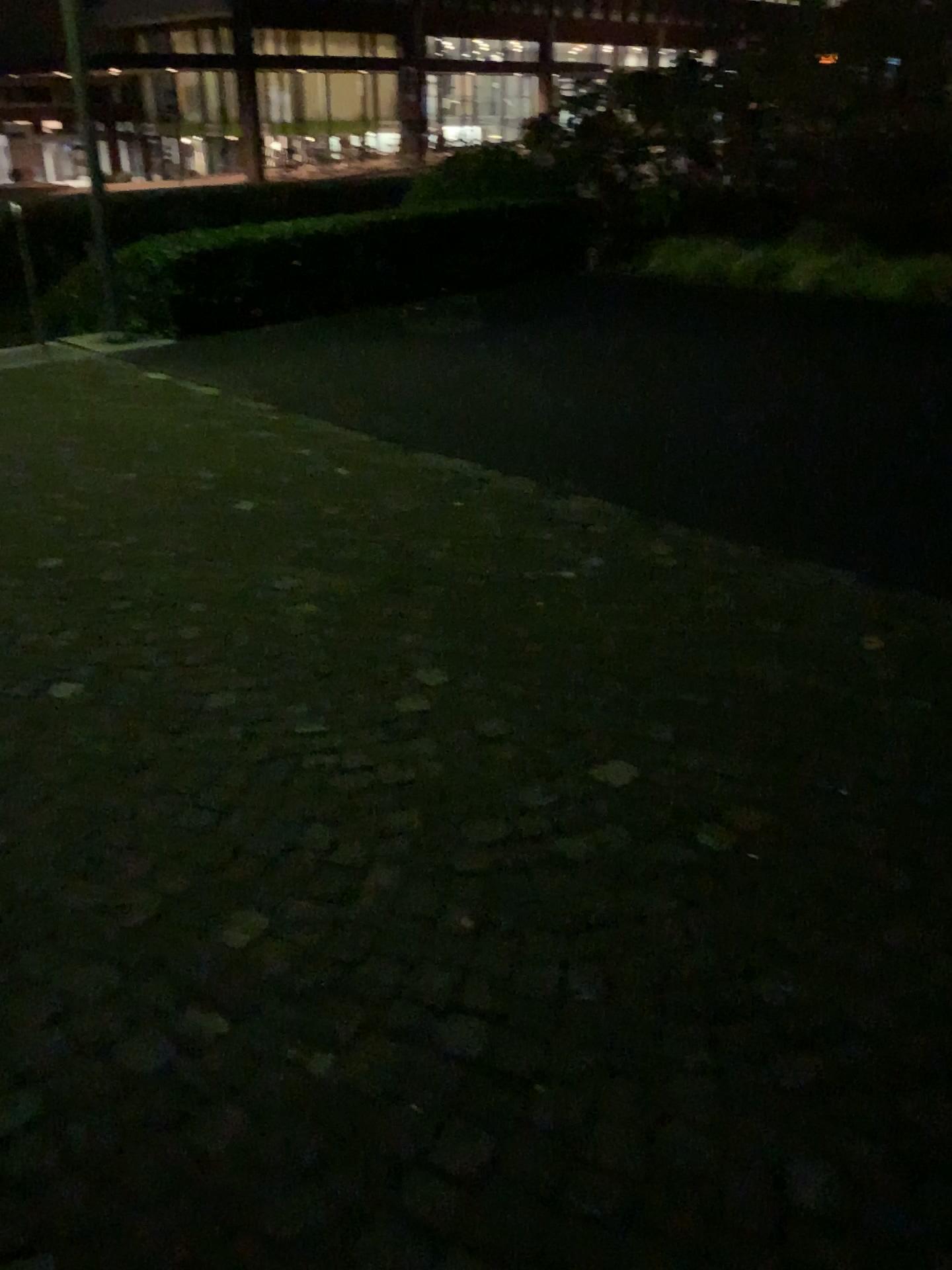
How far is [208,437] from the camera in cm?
528
